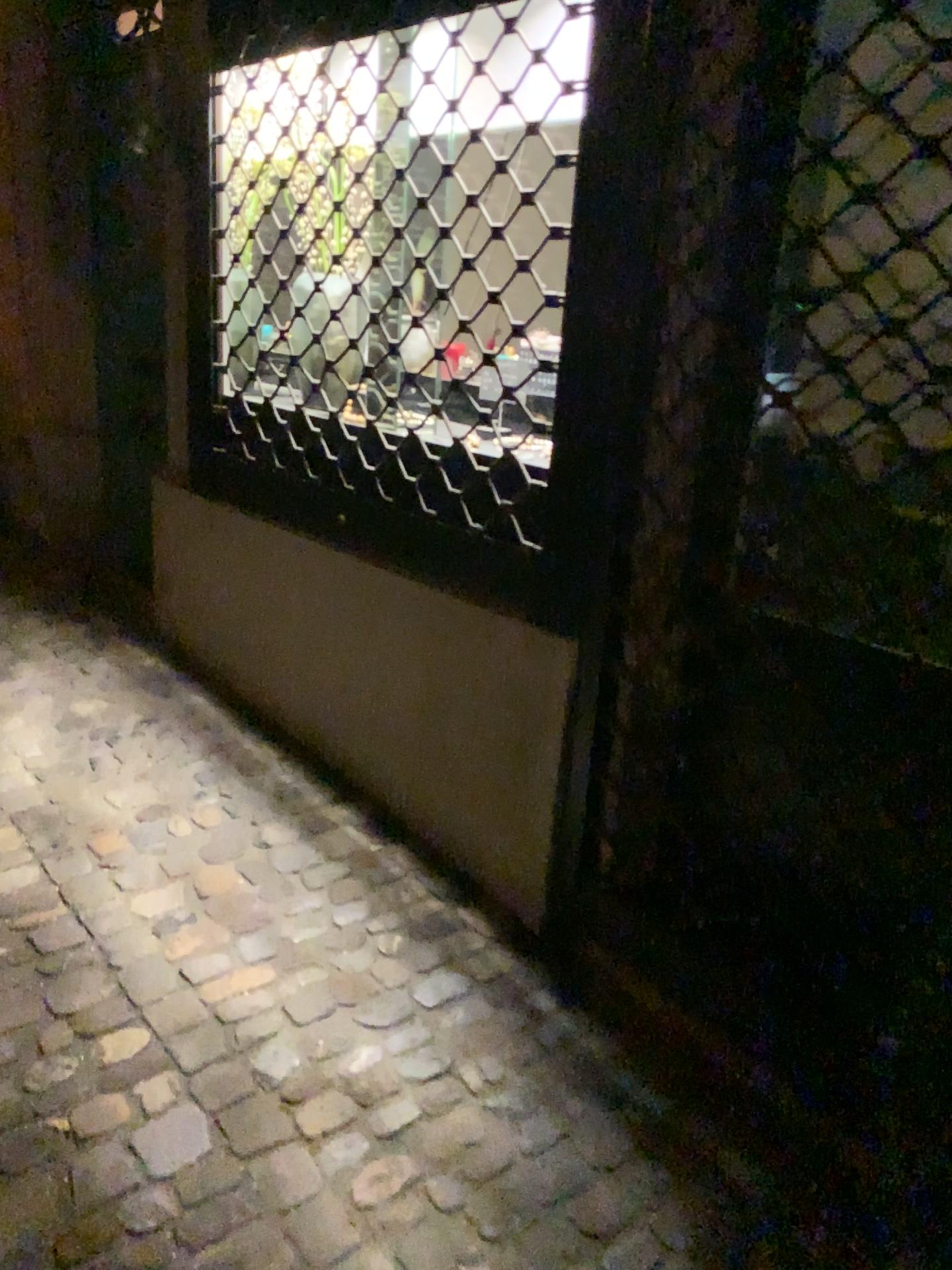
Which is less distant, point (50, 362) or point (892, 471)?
point (892, 471)

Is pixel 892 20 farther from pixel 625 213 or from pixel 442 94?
pixel 442 94

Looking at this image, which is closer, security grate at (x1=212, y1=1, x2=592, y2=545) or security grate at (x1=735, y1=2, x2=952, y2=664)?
security grate at (x1=735, y1=2, x2=952, y2=664)

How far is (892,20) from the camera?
1.4 meters

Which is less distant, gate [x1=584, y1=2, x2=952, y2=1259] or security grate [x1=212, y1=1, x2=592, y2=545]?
gate [x1=584, y1=2, x2=952, y2=1259]

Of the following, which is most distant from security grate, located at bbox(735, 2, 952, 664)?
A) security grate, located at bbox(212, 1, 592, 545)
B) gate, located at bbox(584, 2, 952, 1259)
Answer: security grate, located at bbox(212, 1, 592, 545)

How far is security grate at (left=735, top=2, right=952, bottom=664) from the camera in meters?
1.4 m

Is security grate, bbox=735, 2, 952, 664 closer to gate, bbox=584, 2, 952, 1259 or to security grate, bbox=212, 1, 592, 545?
gate, bbox=584, 2, 952, 1259

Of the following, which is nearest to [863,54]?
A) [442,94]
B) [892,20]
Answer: [892,20]
